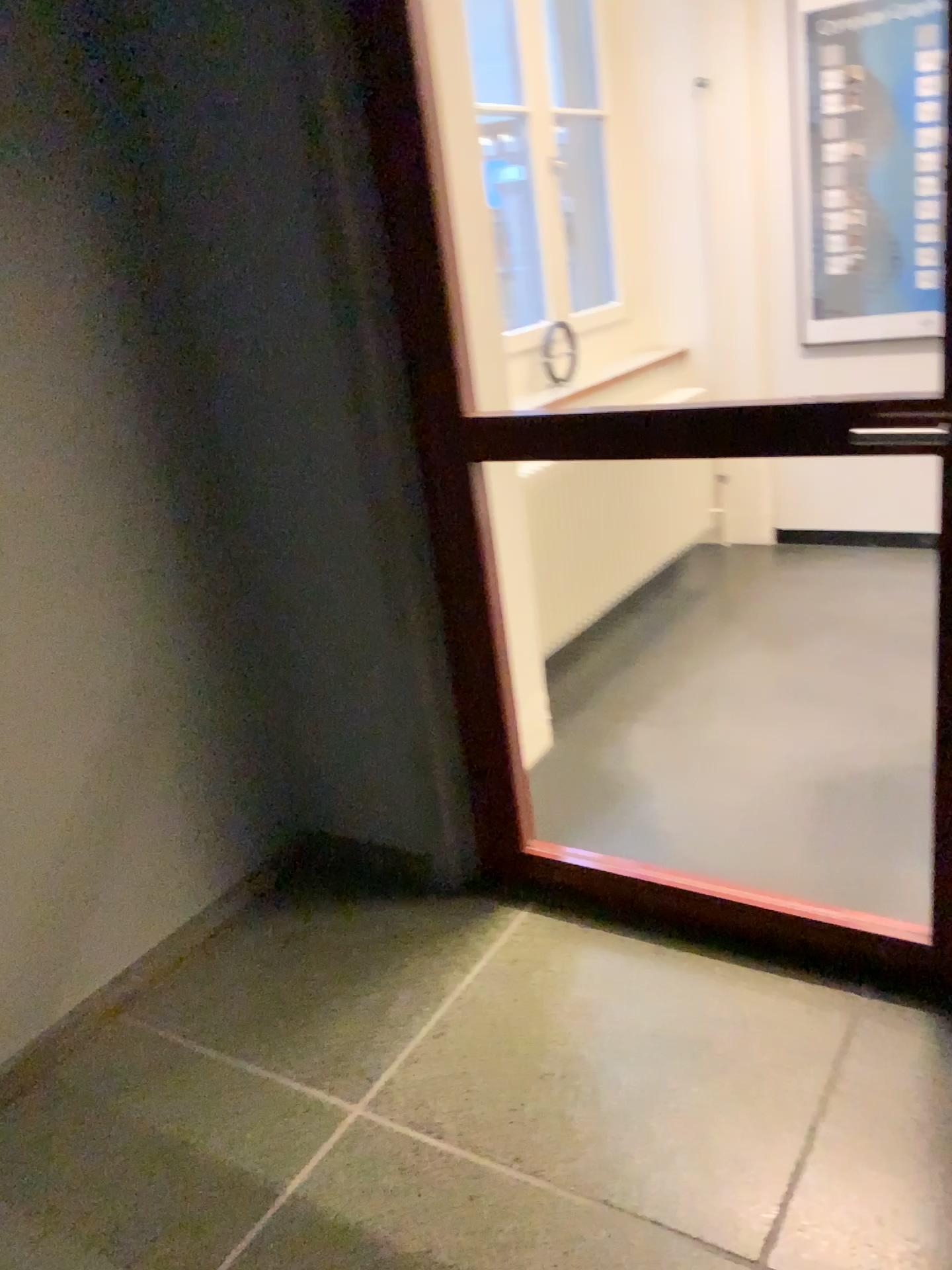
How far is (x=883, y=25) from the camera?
3.7m

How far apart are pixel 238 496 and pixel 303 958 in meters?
1.0

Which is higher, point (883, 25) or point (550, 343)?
point (883, 25)

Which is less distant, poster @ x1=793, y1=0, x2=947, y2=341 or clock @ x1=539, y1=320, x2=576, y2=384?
poster @ x1=793, y1=0, x2=947, y2=341

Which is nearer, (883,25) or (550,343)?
(883,25)

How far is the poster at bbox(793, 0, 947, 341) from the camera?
3.7m
